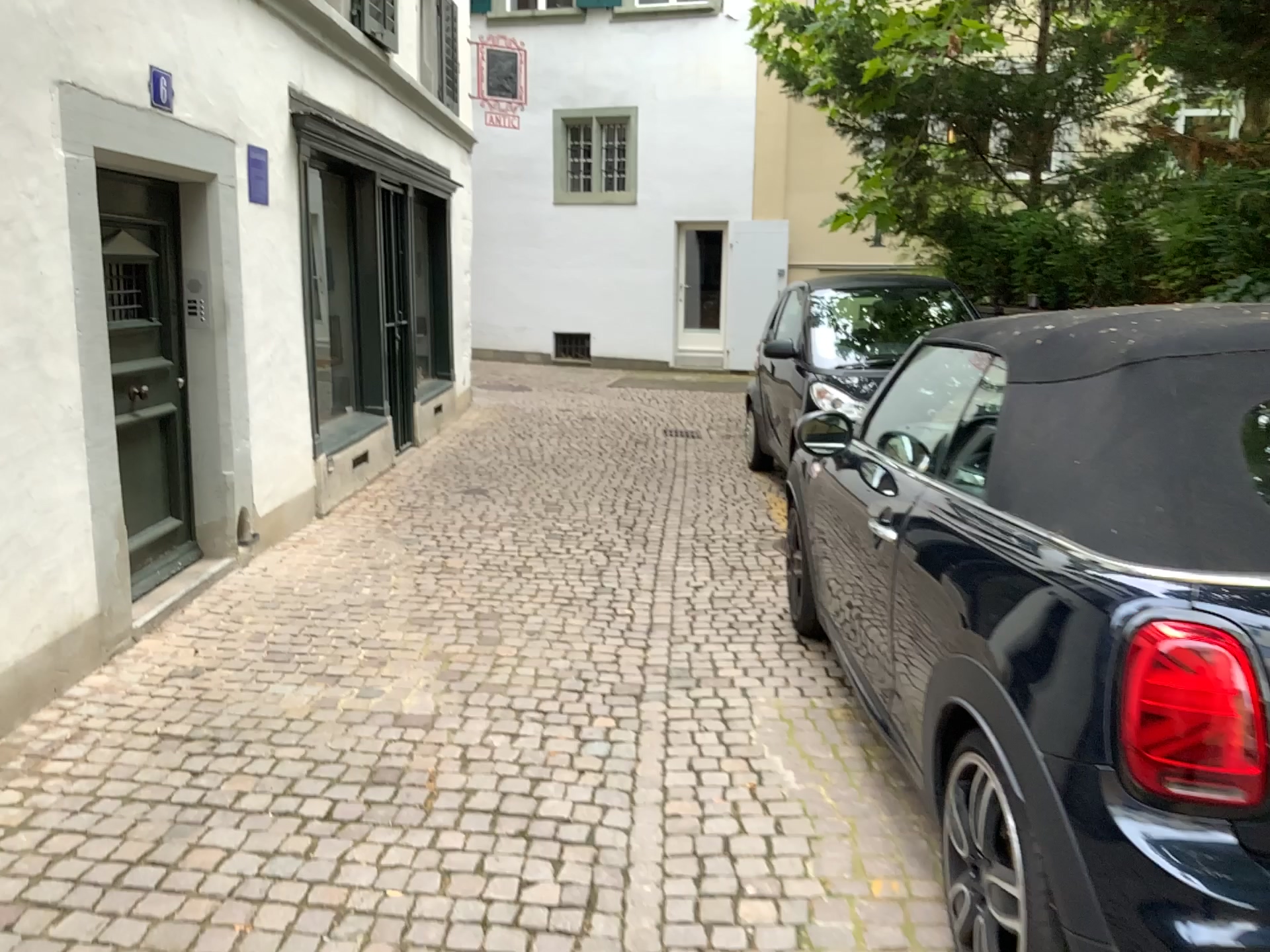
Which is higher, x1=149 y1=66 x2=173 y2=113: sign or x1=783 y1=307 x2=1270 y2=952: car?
x1=149 y1=66 x2=173 y2=113: sign

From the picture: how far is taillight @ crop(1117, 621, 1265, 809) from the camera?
1.62m

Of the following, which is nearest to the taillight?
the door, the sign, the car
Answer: the car

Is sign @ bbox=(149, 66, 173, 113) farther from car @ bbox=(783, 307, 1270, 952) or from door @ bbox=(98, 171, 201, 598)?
car @ bbox=(783, 307, 1270, 952)

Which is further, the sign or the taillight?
the sign

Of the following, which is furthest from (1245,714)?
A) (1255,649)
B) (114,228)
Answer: (114,228)

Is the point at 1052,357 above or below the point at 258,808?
above

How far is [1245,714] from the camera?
1.6m

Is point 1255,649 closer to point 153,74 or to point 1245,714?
point 1245,714
